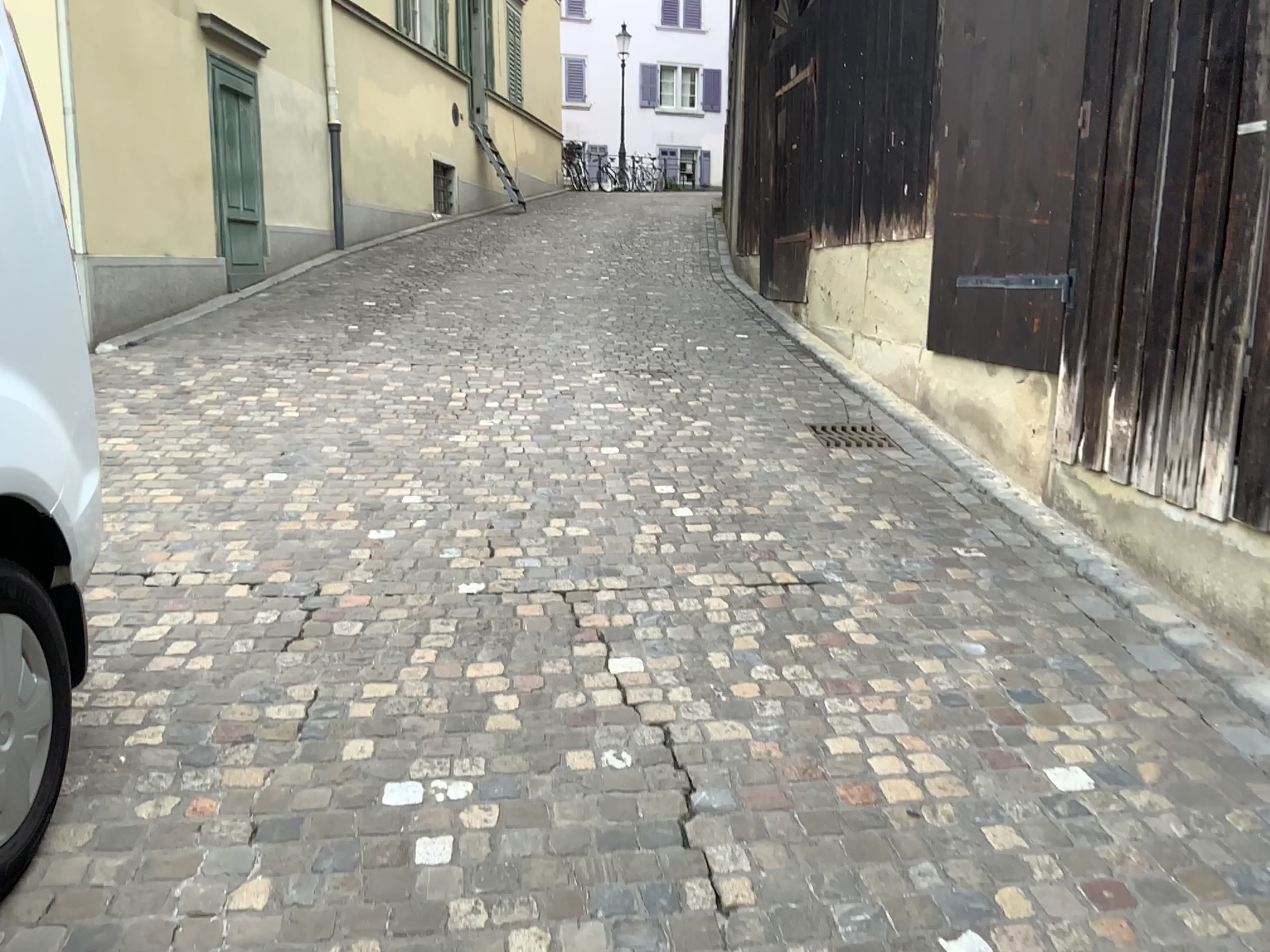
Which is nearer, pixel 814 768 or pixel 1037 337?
pixel 814 768
